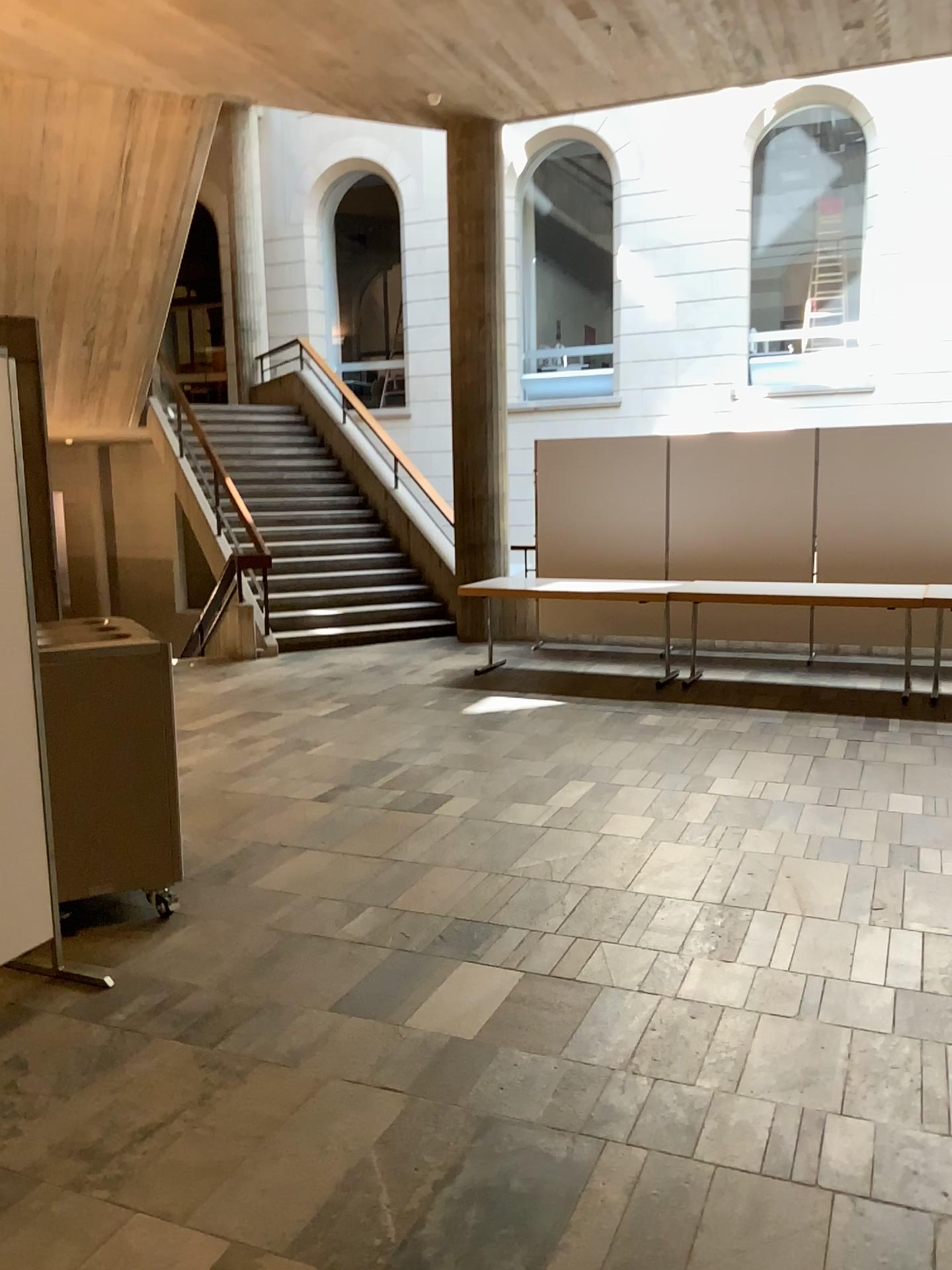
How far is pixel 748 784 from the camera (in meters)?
5.14
